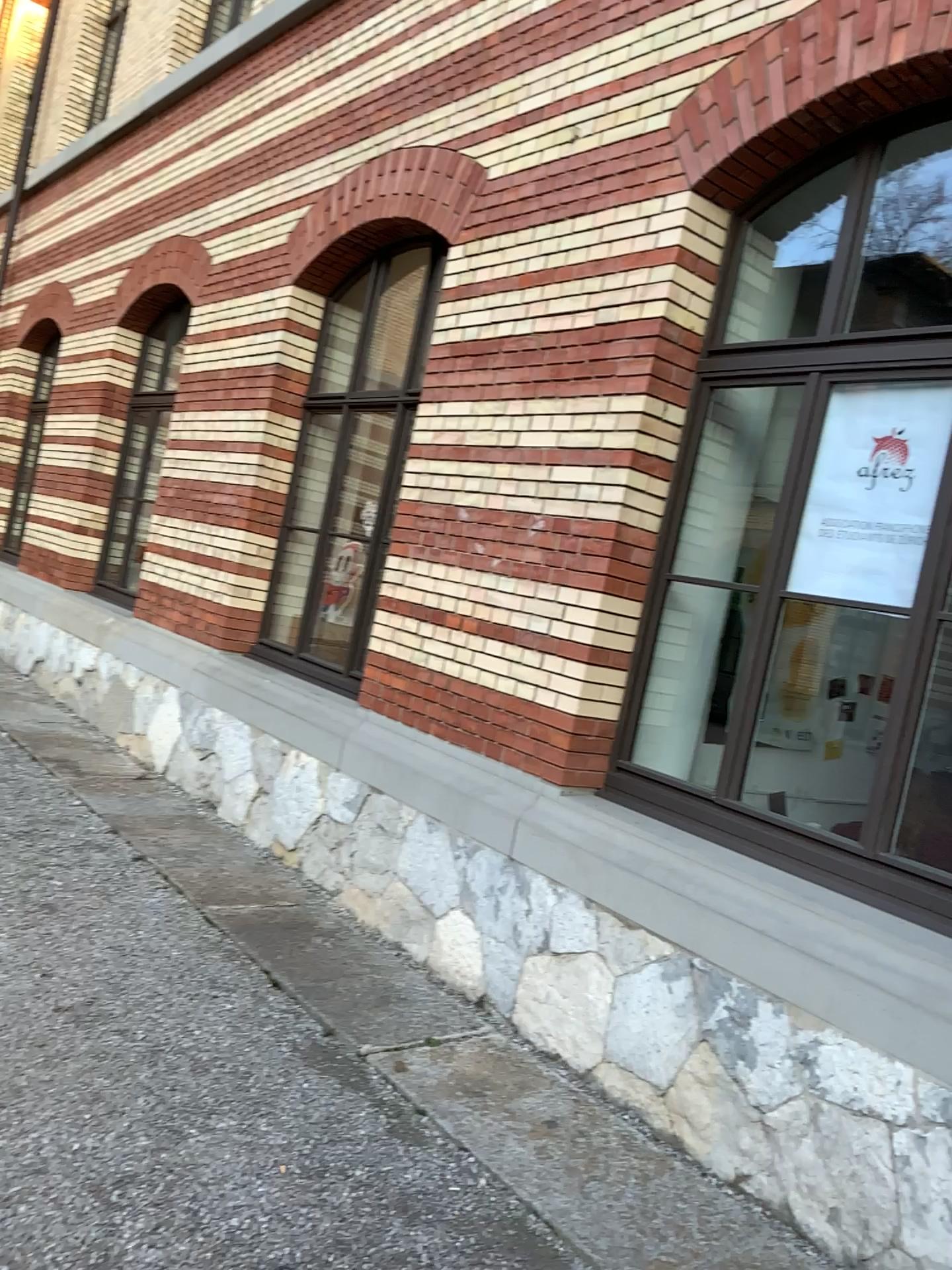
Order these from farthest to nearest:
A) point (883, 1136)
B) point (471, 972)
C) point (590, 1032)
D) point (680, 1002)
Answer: point (471, 972) < point (590, 1032) < point (680, 1002) < point (883, 1136)

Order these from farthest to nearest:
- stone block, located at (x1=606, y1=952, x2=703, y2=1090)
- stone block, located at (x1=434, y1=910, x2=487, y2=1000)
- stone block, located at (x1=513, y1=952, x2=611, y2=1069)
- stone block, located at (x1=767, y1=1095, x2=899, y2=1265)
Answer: stone block, located at (x1=434, y1=910, x2=487, y2=1000) < stone block, located at (x1=513, y1=952, x2=611, y2=1069) < stone block, located at (x1=606, y1=952, x2=703, y2=1090) < stone block, located at (x1=767, y1=1095, x2=899, y2=1265)

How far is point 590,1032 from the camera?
3.62m

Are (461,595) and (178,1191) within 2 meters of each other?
no

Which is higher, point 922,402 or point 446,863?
point 922,402

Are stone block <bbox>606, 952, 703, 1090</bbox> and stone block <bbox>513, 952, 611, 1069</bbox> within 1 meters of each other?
yes

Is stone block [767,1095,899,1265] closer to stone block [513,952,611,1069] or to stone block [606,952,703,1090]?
stone block [606,952,703,1090]

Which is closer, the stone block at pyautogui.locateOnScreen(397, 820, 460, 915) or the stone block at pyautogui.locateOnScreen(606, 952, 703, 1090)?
the stone block at pyautogui.locateOnScreen(606, 952, 703, 1090)

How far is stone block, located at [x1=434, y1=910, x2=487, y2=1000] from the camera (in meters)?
4.15

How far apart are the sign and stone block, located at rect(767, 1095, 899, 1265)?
1.6m
